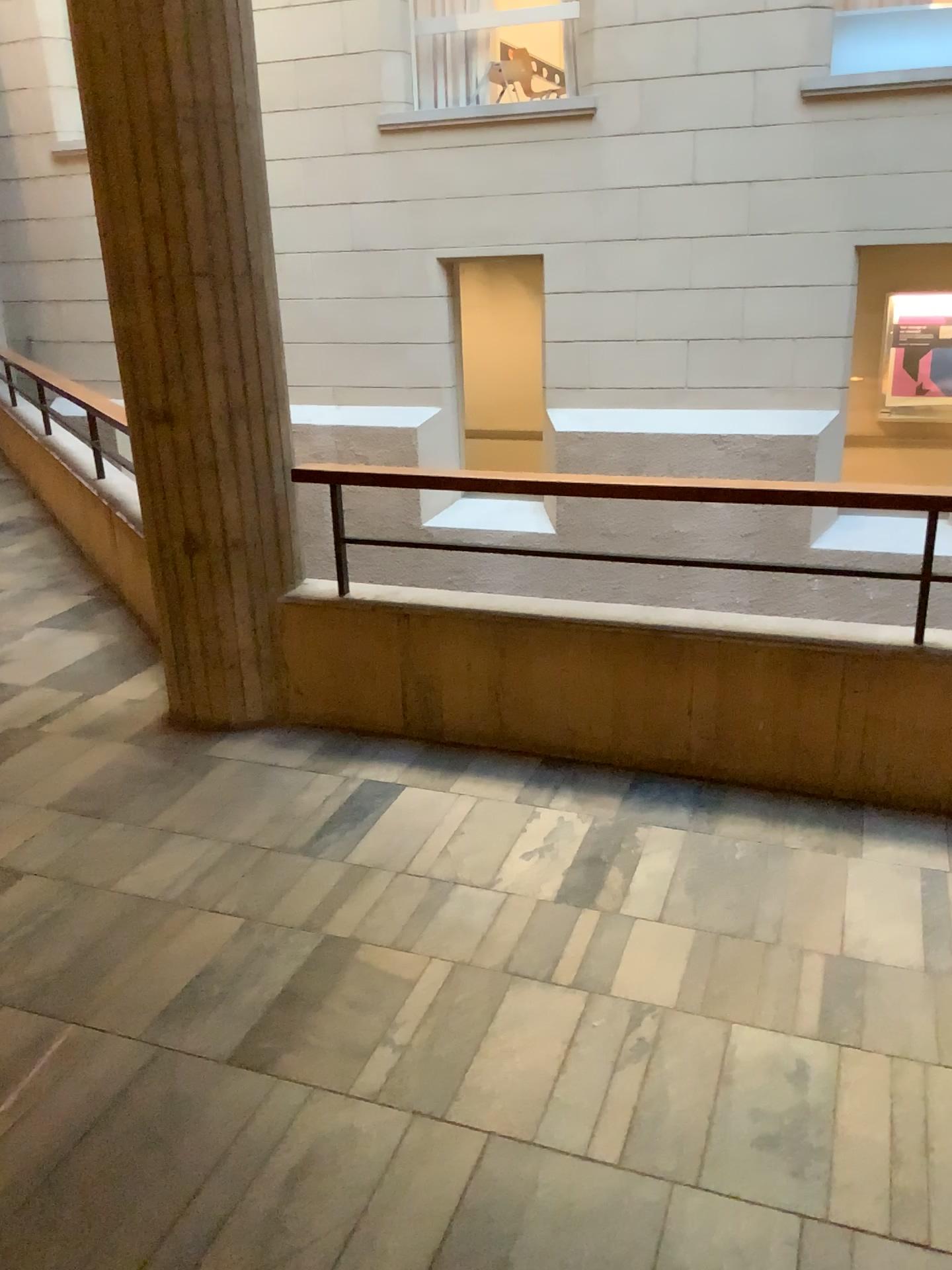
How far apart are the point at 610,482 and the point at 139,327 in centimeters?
156cm
